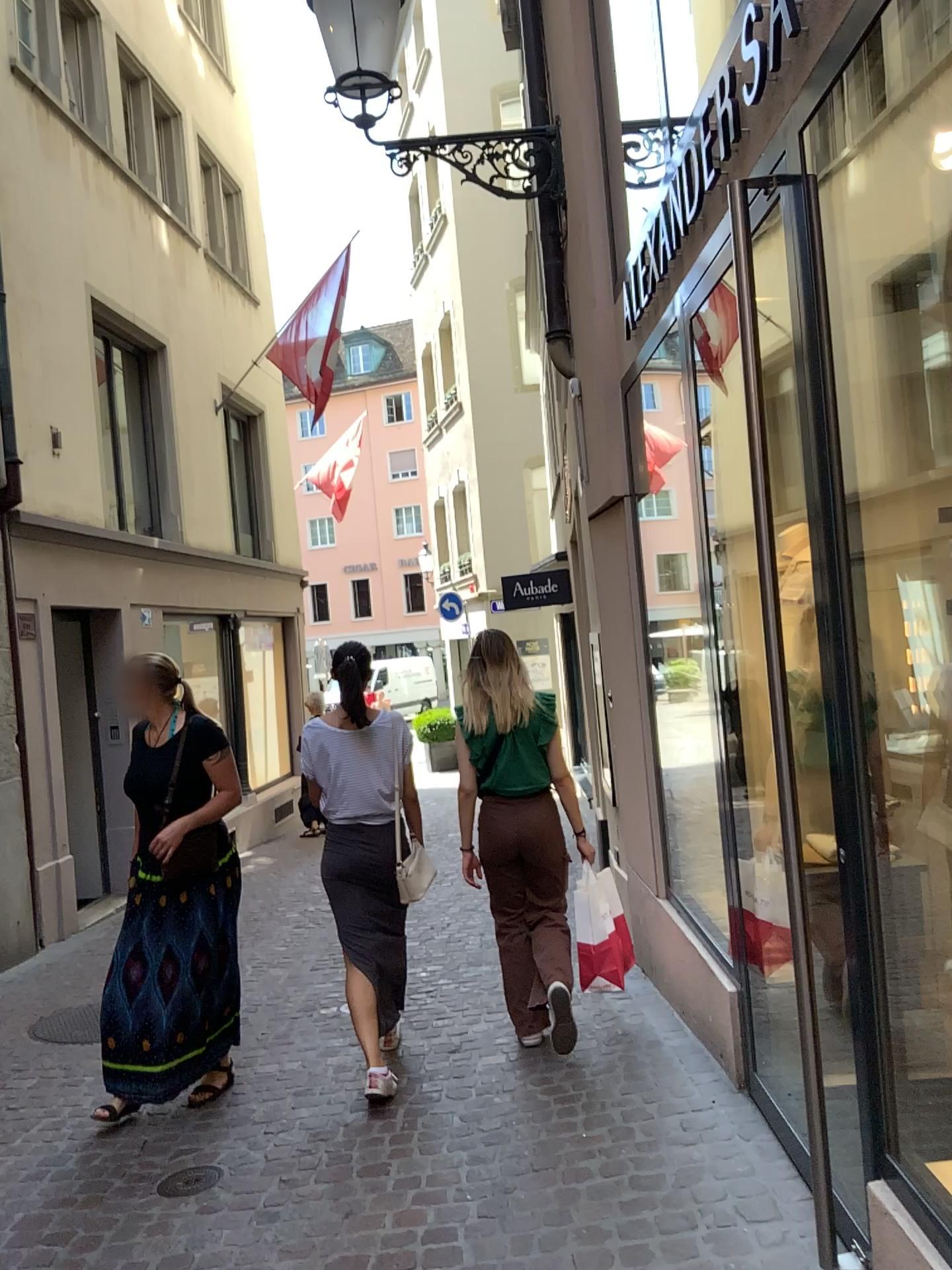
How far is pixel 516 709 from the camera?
4.03m

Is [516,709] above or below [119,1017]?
above

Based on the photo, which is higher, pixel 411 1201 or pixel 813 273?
pixel 813 273

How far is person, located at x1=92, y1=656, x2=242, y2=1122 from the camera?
3.79m

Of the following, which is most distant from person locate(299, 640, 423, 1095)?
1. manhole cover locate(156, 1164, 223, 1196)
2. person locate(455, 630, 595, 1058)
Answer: manhole cover locate(156, 1164, 223, 1196)

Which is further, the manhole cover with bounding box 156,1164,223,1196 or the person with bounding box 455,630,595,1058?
the person with bounding box 455,630,595,1058

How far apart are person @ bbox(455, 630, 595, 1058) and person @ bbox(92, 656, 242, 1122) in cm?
96

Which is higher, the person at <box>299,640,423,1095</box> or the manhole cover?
the person at <box>299,640,423,1095</box>

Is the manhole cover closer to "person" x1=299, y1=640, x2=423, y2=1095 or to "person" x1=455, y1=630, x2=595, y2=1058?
"person" x1=299, y1=640, x2=423, y2=1095

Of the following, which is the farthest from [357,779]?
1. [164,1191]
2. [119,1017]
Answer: [164,1191]
